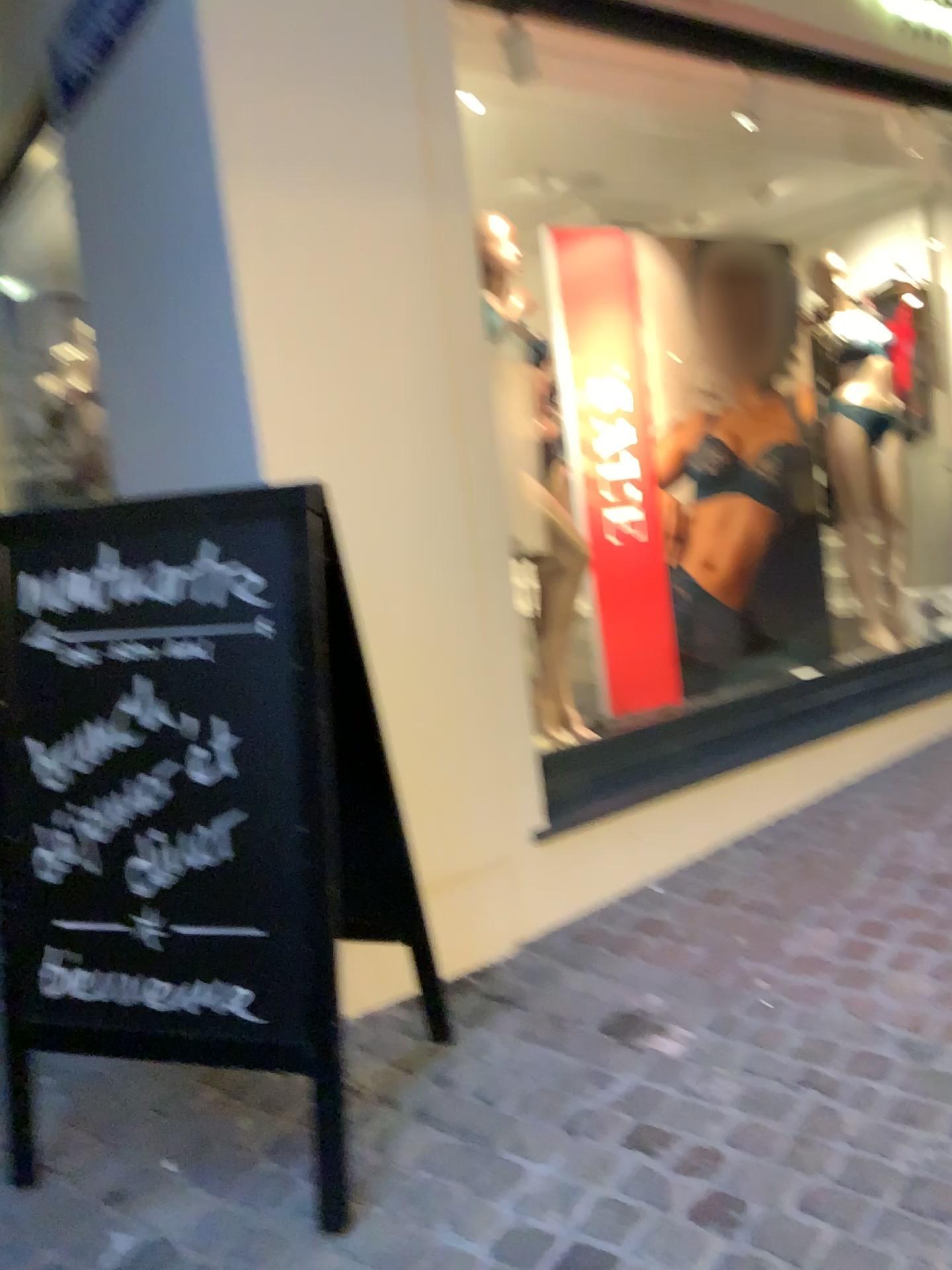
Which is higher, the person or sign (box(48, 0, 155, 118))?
sign (box(48, 0, 155, 118))

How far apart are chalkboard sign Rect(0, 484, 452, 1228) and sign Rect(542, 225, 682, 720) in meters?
2.0 m

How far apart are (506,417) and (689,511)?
1.1 meters

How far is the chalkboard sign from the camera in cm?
178

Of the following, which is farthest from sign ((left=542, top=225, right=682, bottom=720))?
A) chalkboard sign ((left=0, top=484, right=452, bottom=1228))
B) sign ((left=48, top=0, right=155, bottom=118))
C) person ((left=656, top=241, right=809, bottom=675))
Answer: chalkboard sign ((left=0, top=484, right=452, bottom=1228))

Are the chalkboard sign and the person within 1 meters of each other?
no

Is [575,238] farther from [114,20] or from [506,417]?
[114,20]

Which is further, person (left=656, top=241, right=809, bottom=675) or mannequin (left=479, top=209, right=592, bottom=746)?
person (left=656, top=241, right=809, bottom=675)

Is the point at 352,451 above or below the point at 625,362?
below

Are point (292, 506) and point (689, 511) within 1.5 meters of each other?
no
